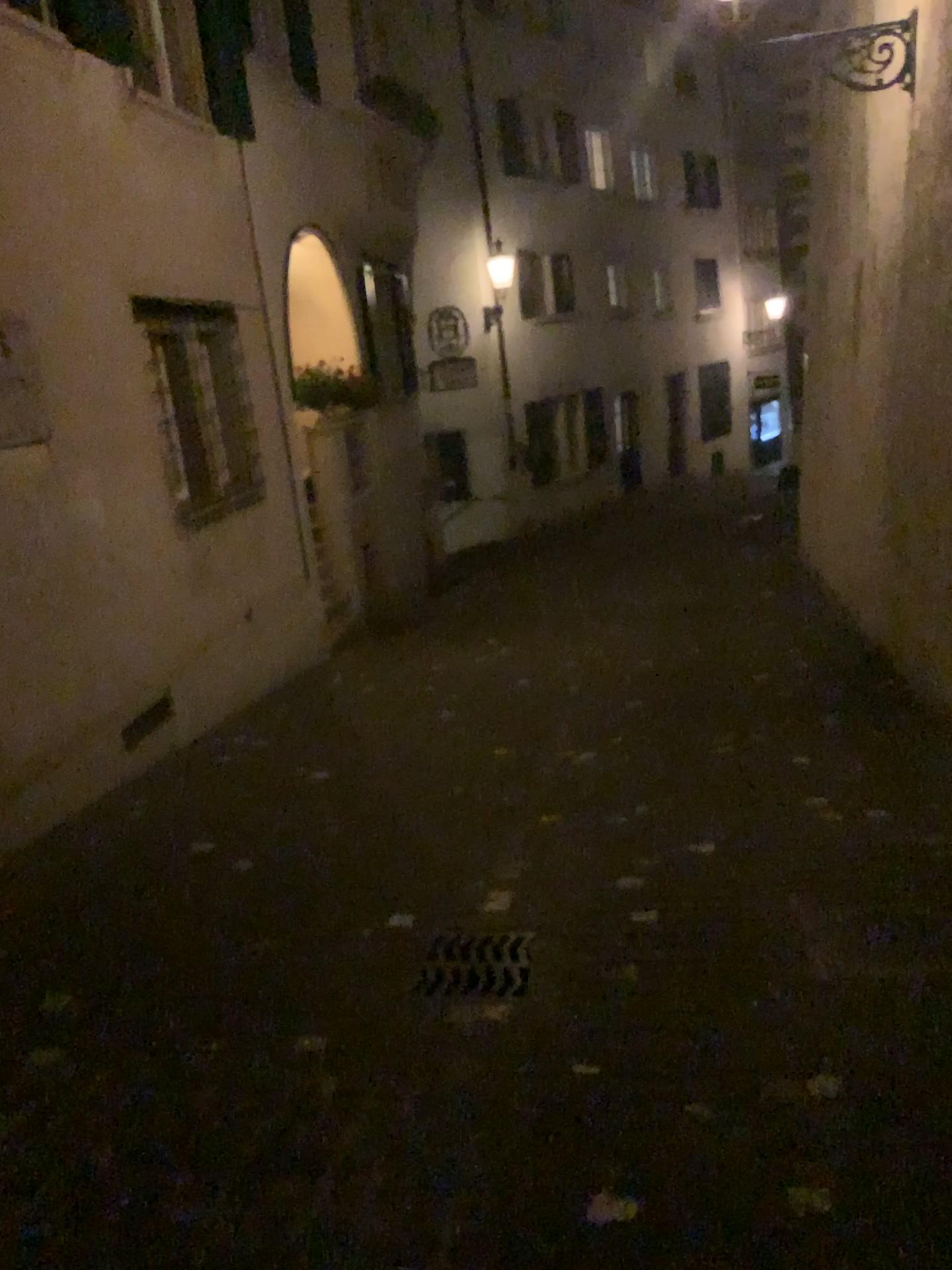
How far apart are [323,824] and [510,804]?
0.9m
